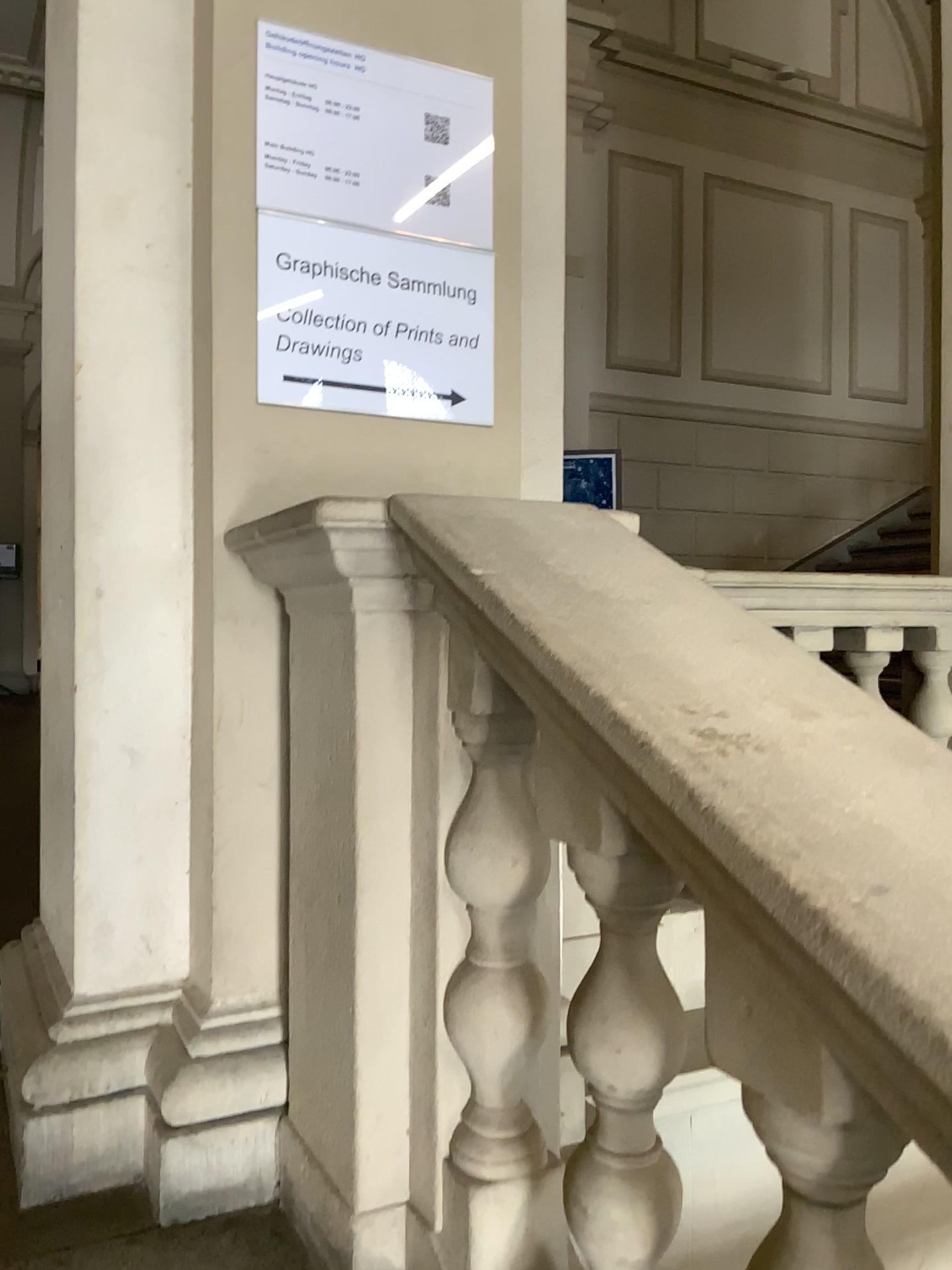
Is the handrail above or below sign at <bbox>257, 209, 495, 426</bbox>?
below

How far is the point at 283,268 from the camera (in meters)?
1.70

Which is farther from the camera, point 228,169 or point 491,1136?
point 228,169

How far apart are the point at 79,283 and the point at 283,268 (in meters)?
0.32

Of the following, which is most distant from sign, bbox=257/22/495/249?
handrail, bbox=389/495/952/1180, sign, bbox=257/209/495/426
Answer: handrail, bbox=389/495/952/1180

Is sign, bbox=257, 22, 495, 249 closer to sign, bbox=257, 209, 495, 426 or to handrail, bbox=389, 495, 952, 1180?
sign, bbox=257, 209, 495, 426

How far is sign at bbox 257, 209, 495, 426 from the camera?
1.7m

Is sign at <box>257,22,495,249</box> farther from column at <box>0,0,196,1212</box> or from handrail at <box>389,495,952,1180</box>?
handrail at <box>389,495,952,1180</box>

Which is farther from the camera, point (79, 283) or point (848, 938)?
point (79, 283)

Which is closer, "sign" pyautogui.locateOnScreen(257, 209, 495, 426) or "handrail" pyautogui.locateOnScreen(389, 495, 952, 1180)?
"handrail" pyautogui.locateOnScreen(389, 495, 952, 1180)
